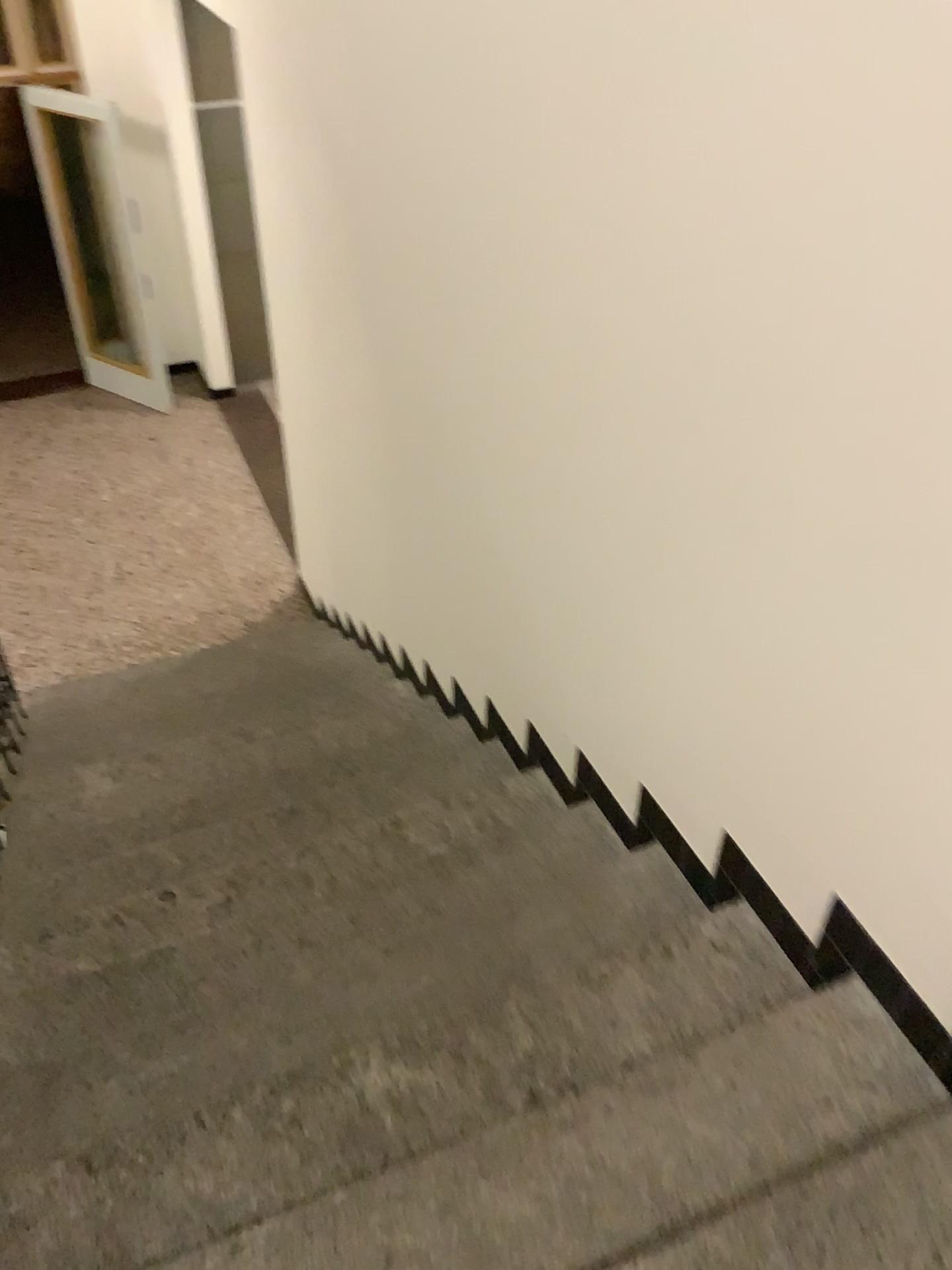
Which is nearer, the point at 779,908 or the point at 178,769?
the point at 779,908
